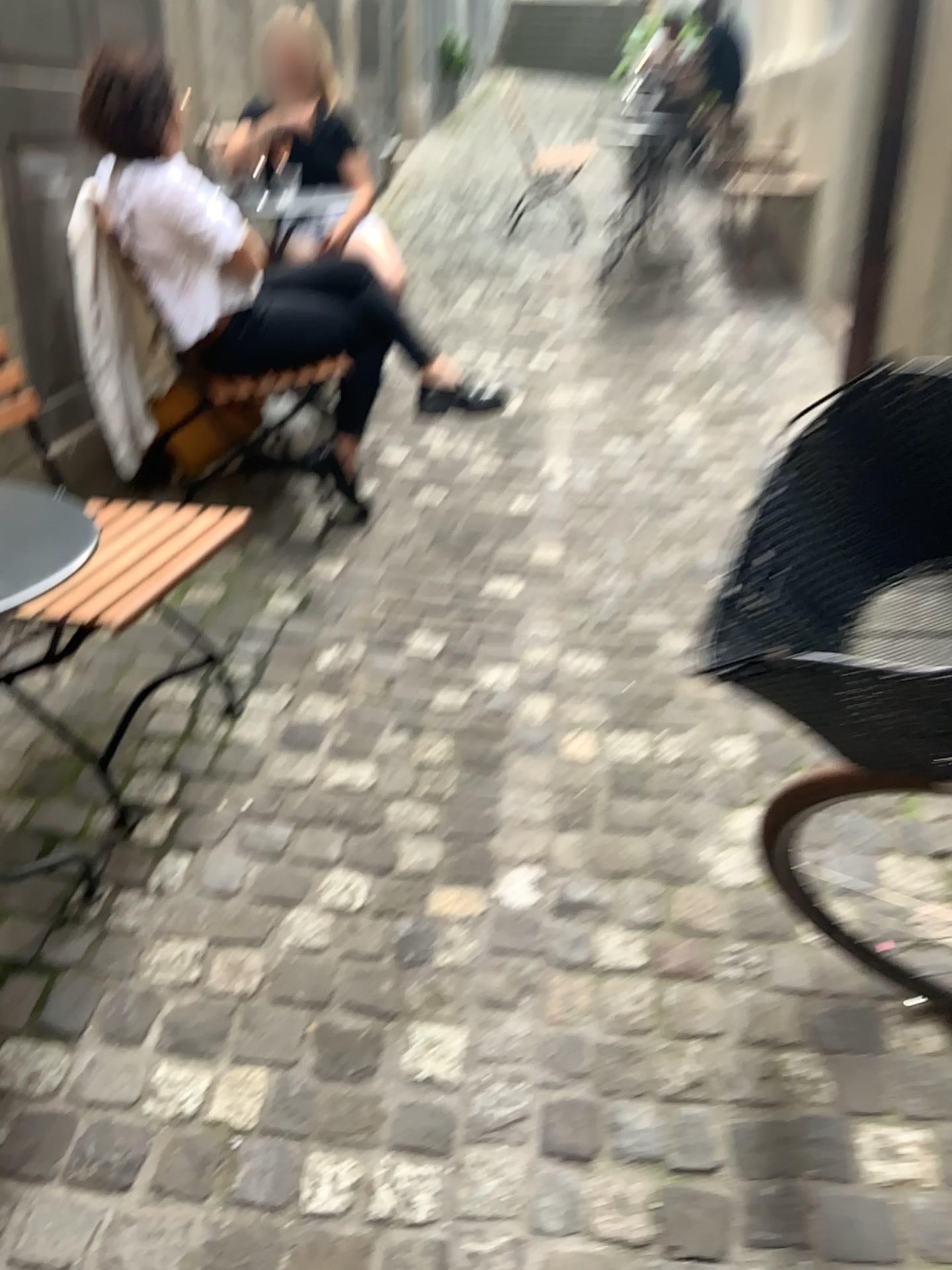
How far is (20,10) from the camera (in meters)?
2.41

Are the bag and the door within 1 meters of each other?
yes

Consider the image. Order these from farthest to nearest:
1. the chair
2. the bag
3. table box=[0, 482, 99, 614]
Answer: the bag, the chair, table box=[0, 482, 99, 614]

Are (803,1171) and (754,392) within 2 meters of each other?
no

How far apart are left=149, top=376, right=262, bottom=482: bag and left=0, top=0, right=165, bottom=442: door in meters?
0.3 m

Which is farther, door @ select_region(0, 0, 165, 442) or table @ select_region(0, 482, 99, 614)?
door @ select_region(0, 0, 165, 442)

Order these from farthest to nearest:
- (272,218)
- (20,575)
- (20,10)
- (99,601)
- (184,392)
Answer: (272,218), (184,392), (20,10), (99,601), (20,575)

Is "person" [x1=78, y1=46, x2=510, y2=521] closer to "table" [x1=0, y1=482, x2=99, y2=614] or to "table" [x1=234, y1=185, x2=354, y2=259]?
"table" [x1=234, y1=185, x2=354, y2=259]

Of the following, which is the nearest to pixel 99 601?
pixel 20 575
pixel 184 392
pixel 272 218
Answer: pixel 20 575

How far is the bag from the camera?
2.9m
